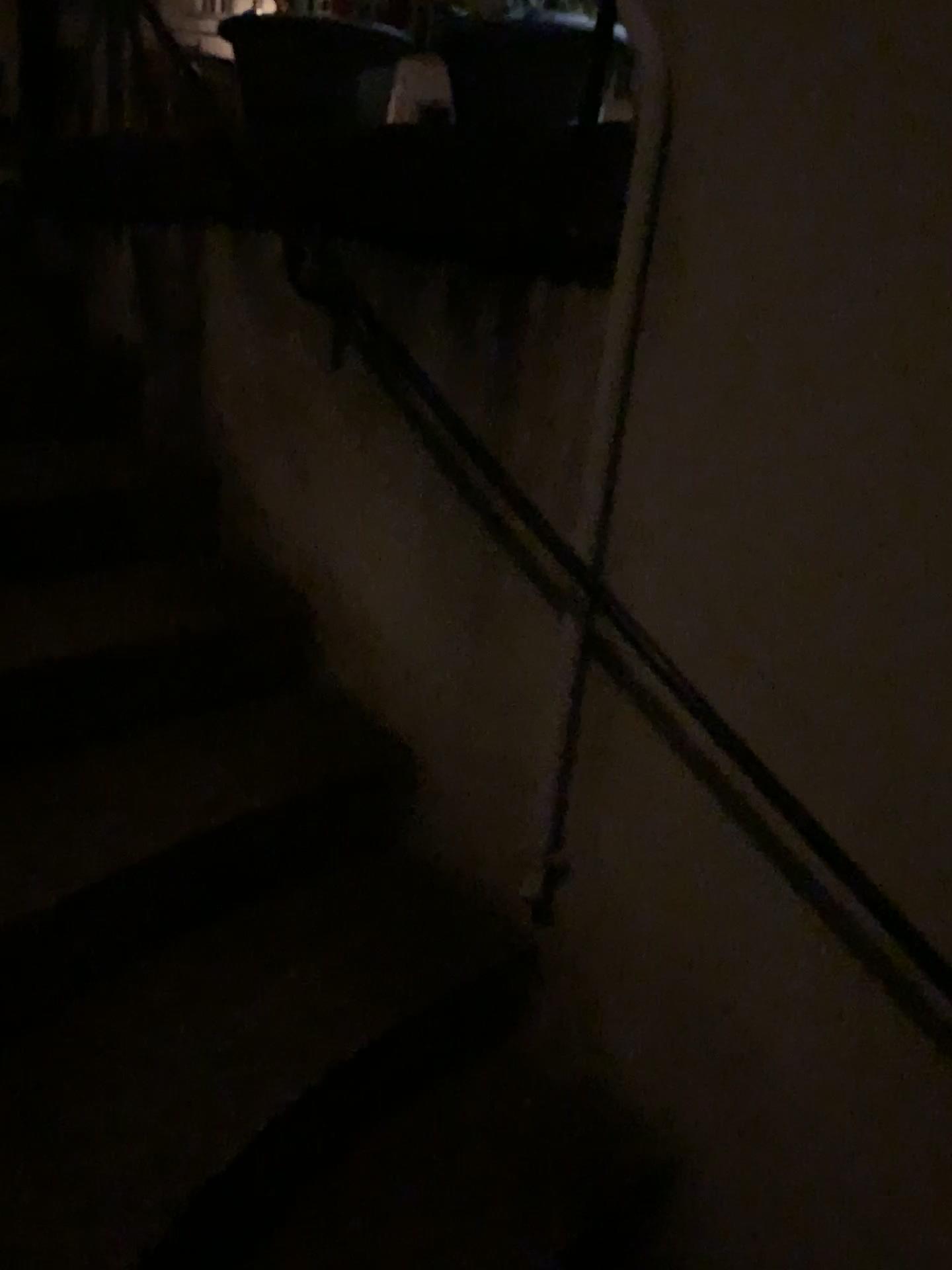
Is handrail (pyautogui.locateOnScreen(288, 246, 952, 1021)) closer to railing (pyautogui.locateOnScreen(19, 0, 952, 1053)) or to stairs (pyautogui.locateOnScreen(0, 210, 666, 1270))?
railing (pyautogui.locateOnScreen(19, 0, 952, 1053))

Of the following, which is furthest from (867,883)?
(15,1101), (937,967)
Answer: (15,1101)

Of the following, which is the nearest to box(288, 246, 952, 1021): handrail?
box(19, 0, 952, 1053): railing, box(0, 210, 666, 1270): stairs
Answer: box(19, 0, 952, 1053): railing

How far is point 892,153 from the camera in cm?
110

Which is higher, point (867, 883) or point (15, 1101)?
point (867, 883)

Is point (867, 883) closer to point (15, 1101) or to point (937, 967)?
point (937, 967)
